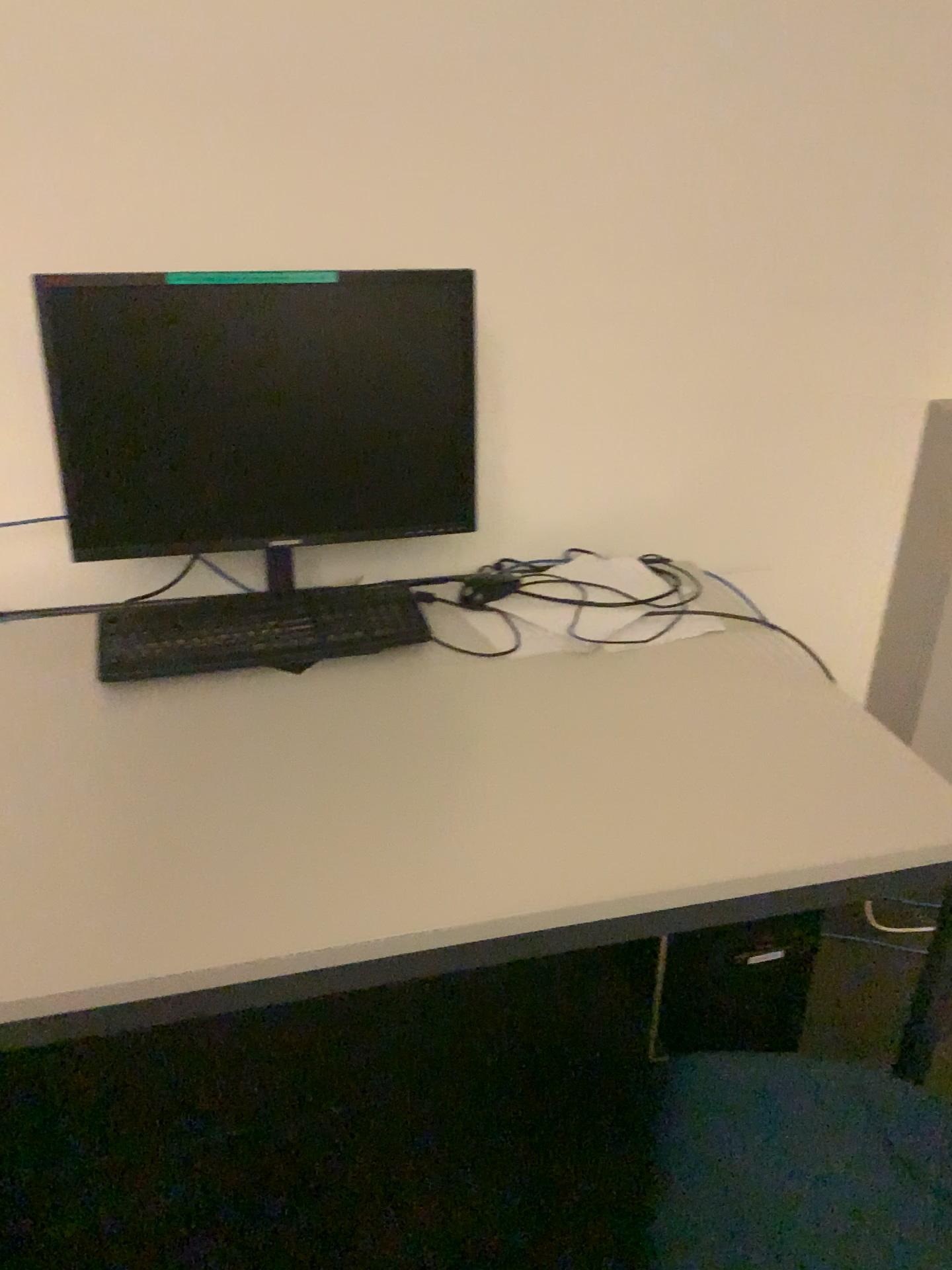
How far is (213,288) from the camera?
1.3 meters

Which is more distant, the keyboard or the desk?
the keyboard

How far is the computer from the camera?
1.3m

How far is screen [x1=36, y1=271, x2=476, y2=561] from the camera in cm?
132

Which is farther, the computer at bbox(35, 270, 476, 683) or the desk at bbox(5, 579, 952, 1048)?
the computer at bbox(35, 270, 476, 683)

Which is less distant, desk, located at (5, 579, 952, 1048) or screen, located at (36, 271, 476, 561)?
desk, located at (5, 579, 952, 1048)

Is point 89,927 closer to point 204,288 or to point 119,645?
point 119,645

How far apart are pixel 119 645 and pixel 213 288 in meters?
0.5 m

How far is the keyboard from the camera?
1.4m

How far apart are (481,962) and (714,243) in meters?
1.2
